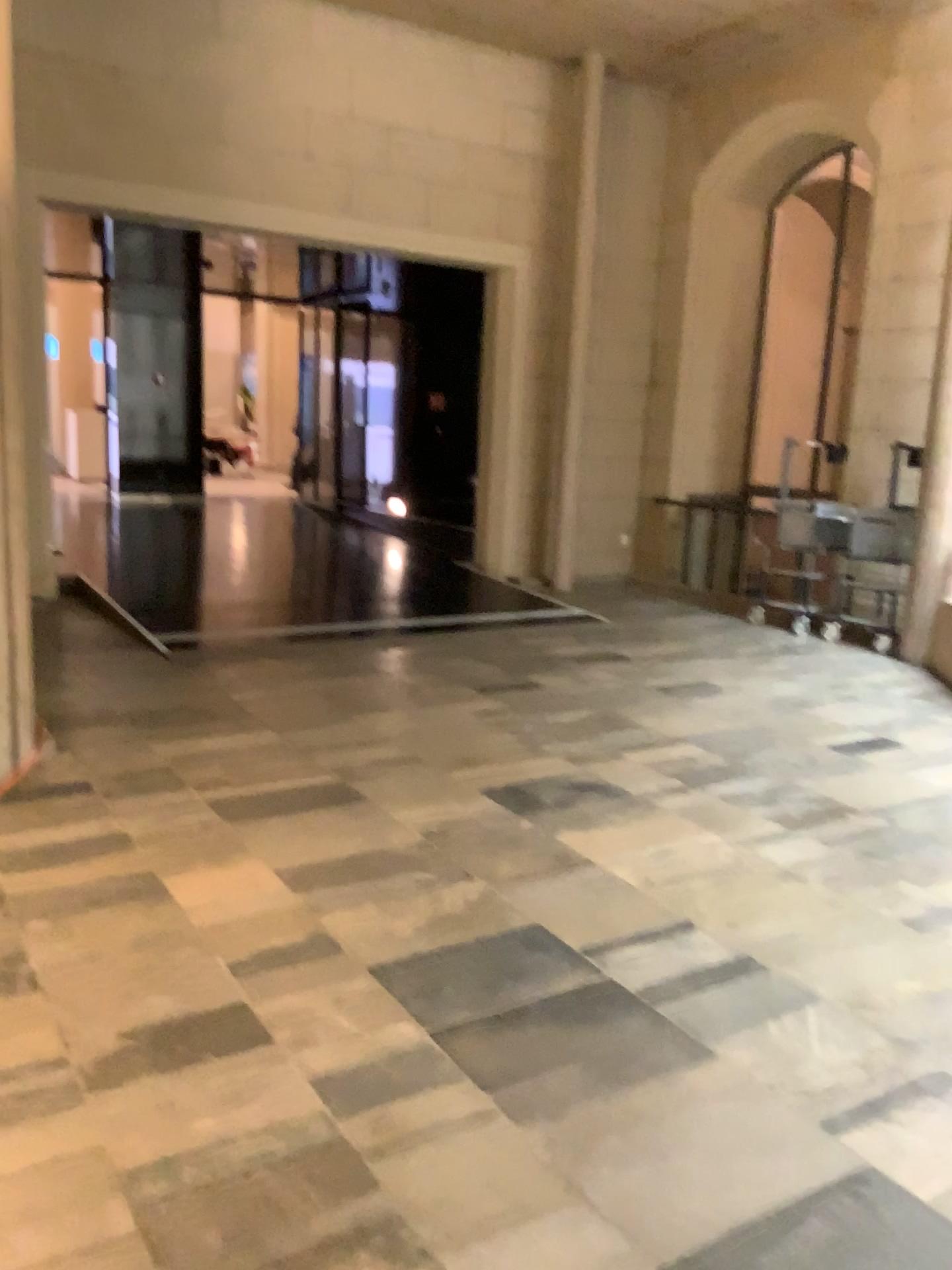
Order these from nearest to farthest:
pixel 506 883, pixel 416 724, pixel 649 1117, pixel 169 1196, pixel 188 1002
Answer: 1. pixel 169 1196
2. pixel 649 1117
3. pixel 188 1002
4. pixel 506 883
5. pixel 416 724
